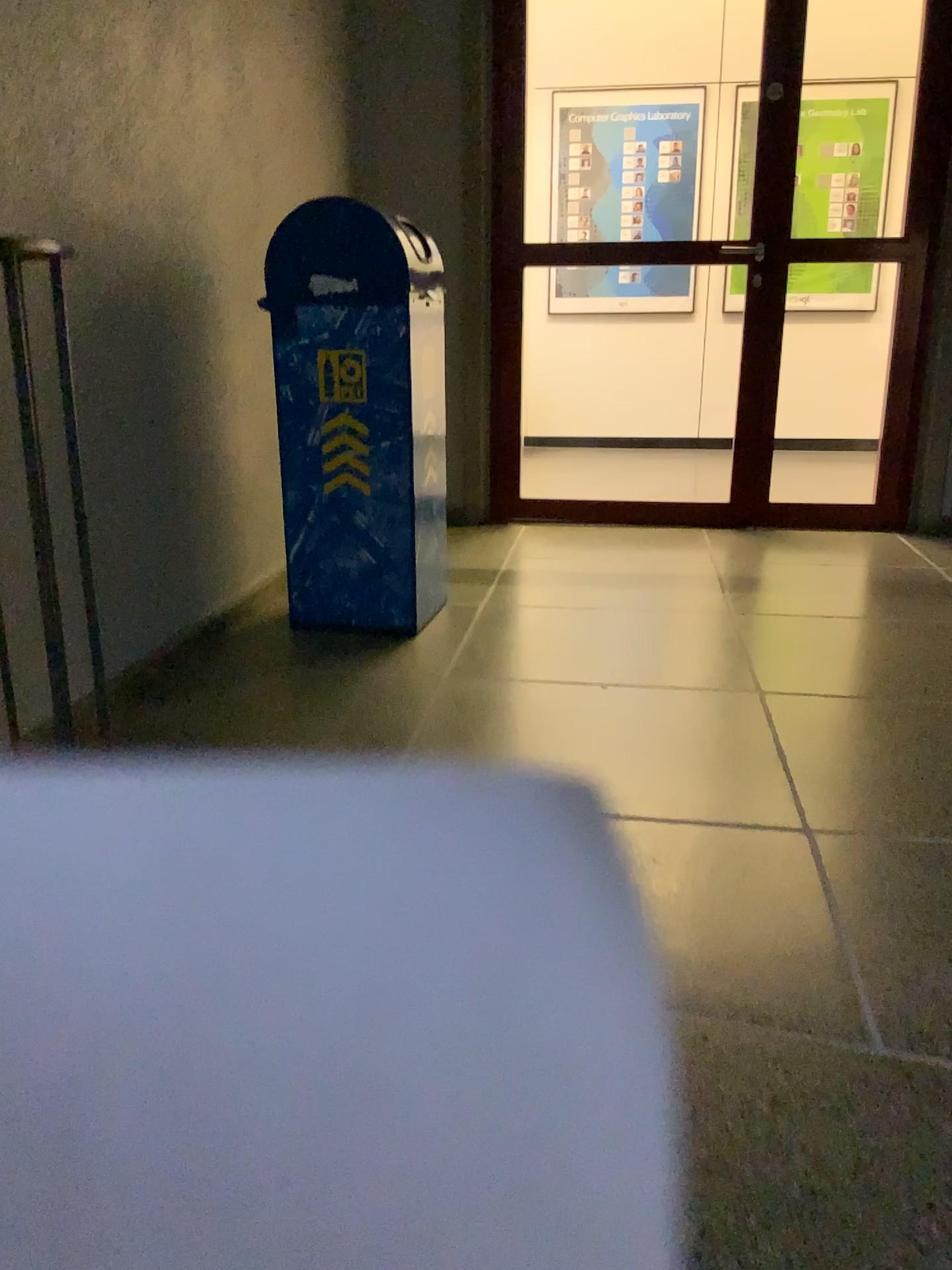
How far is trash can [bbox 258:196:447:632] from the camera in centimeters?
262cm

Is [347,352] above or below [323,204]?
below

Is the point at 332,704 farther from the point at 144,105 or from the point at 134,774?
the point at 144,105

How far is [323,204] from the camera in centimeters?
262cm
